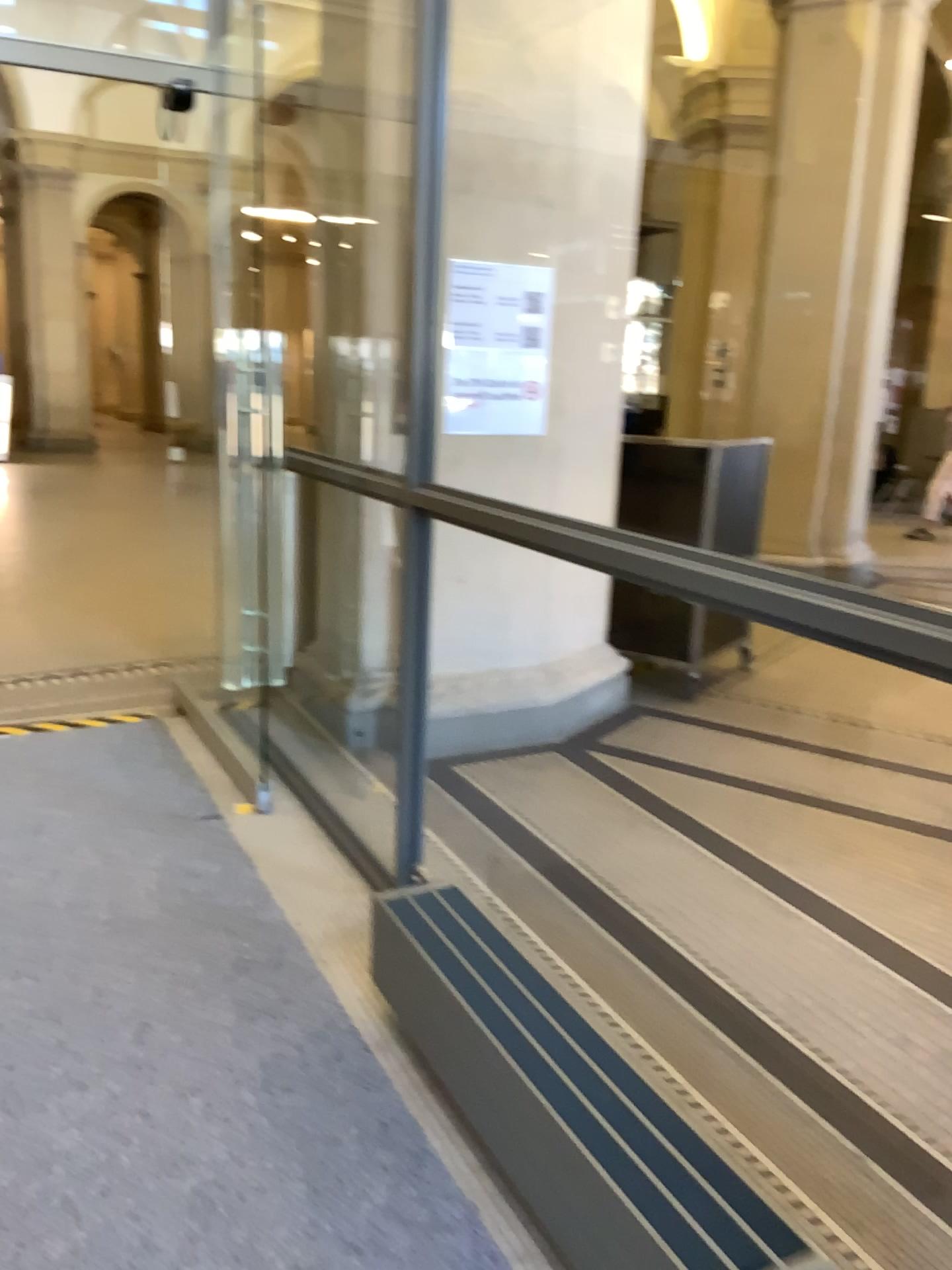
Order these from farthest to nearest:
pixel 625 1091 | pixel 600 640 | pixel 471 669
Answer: pixel 600 640, pixel 471 669, pixel 625 1091

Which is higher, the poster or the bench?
the poster

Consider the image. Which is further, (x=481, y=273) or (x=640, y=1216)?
(x=481, y=273)

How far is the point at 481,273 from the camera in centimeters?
385cm

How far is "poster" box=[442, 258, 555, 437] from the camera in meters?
3.9

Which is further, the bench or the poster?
the poster

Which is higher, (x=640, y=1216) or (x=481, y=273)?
(x=481, y=273)
